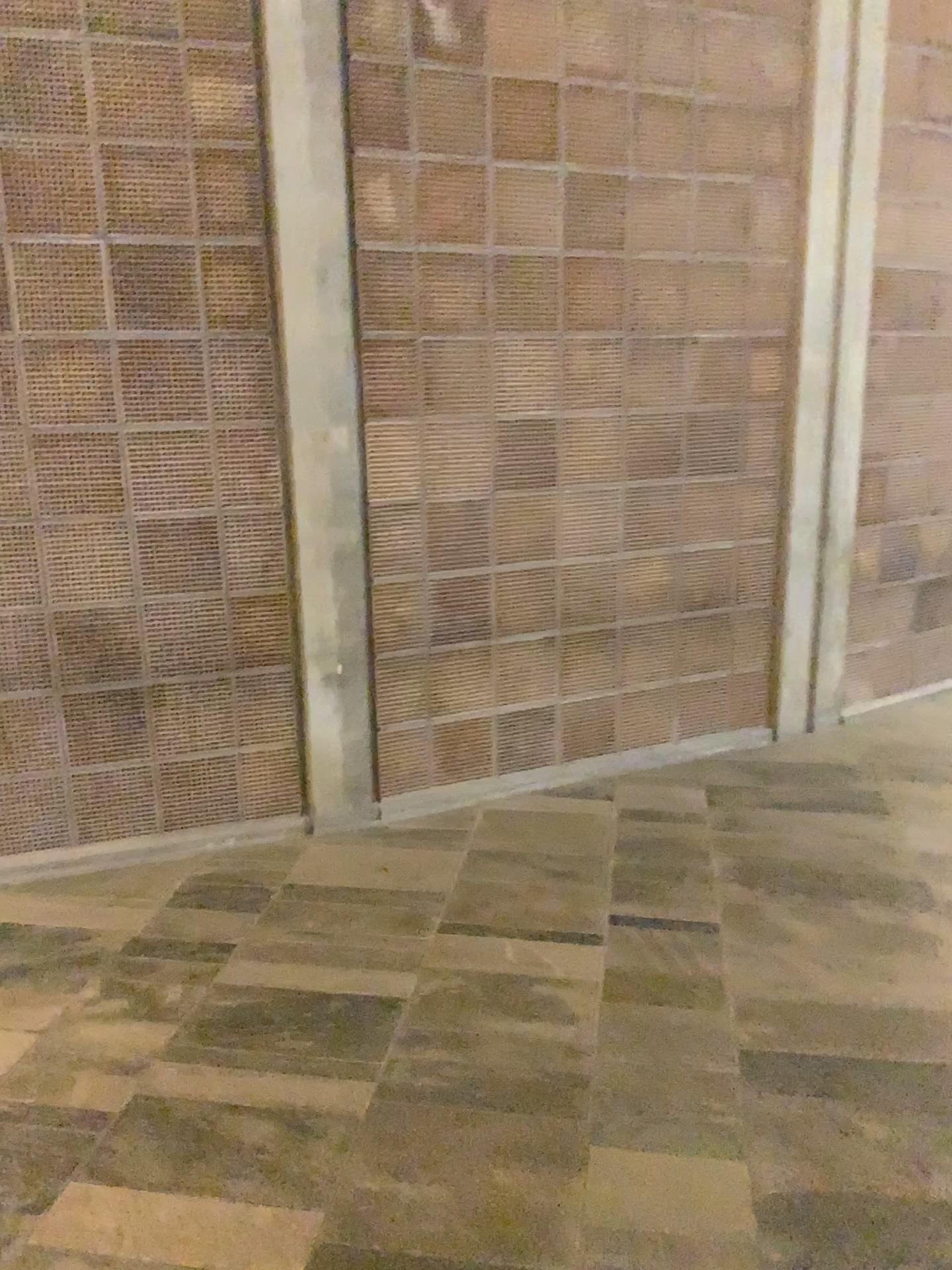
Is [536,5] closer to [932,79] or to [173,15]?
[173,15]

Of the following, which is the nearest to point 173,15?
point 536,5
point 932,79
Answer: point 536,5

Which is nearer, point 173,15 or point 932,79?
point 173,15

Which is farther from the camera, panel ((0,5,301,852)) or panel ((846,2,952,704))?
panel ((846,2,952,704))

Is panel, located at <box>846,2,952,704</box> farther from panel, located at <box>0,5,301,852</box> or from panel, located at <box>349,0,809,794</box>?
panel, located at <box>0,5,301,852</box>

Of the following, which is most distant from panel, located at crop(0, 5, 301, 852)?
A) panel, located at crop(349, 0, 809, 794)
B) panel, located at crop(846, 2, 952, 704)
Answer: panel, located at crop(846, 2, 952, 704)

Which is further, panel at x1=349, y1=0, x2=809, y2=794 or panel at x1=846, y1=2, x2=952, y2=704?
panel at x1=846, y1=2, x2=952, y2=704

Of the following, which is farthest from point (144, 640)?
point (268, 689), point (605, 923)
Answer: point (605, 923)
